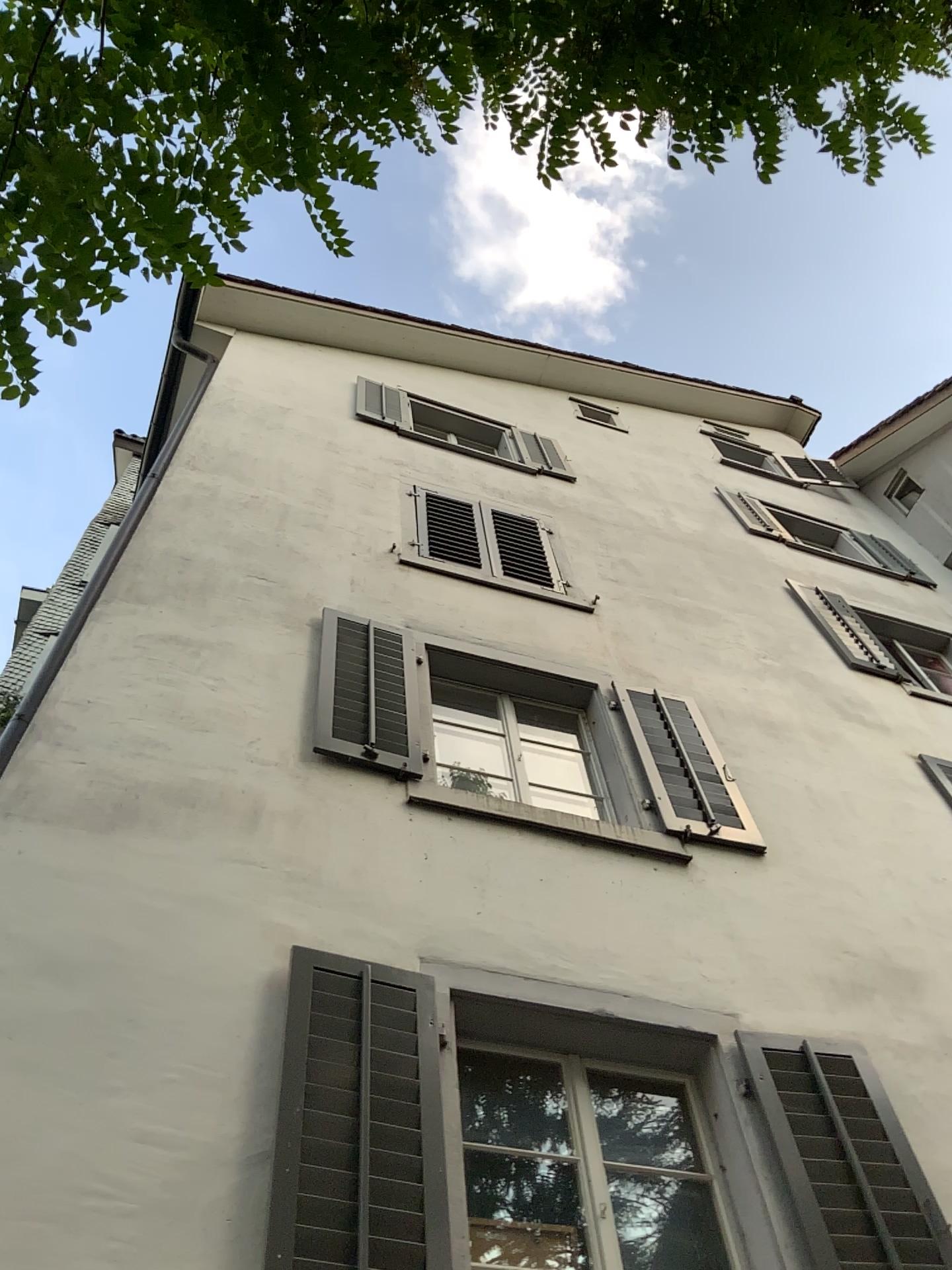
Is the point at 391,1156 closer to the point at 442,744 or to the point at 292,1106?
the point at 292,1106

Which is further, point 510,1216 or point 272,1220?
point 510,1216

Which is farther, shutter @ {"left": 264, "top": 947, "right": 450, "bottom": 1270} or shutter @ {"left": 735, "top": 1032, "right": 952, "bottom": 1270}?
shutter @ {"left": 735, "top": 1032, "right": 952, "bottom": 1270}

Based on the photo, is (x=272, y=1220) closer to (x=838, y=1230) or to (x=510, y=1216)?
(x=510, y=1216)

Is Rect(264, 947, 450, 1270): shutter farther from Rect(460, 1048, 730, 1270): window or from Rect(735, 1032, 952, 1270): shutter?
Rect(735, 1032, 952, 1270): shutter

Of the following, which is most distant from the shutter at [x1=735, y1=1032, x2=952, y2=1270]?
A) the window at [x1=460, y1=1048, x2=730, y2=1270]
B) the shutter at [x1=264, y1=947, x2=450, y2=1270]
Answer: the shutter at [x1=264, y1=947, x2=450, y2=1270]

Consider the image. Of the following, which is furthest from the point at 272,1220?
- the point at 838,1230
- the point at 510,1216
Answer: the point at 838,1230

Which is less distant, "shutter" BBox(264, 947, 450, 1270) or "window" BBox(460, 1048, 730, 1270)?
"shutter" BBox(264, 947, 450, 1270)
